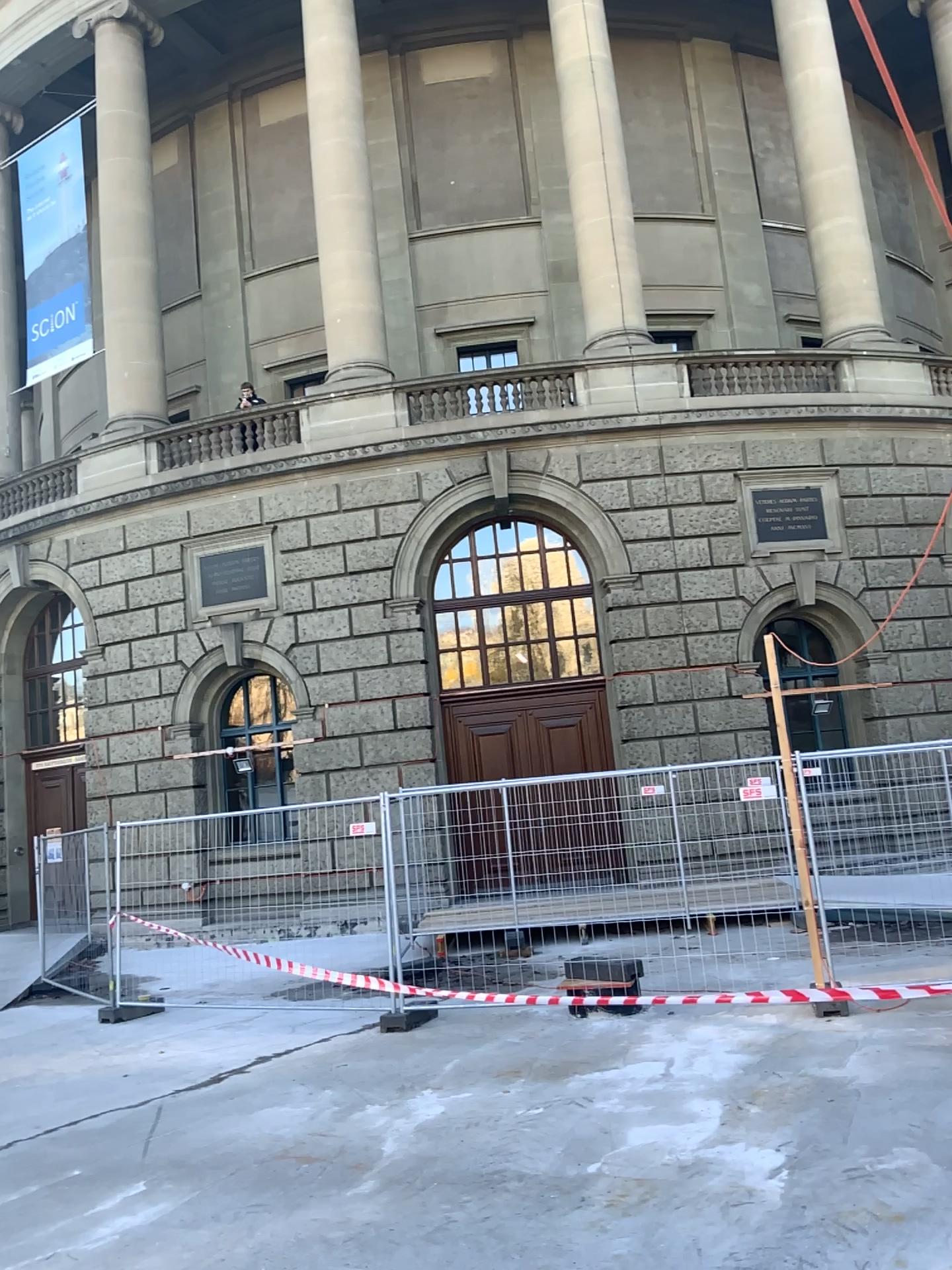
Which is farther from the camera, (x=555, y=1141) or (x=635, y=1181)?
(x=555, y=1141)
